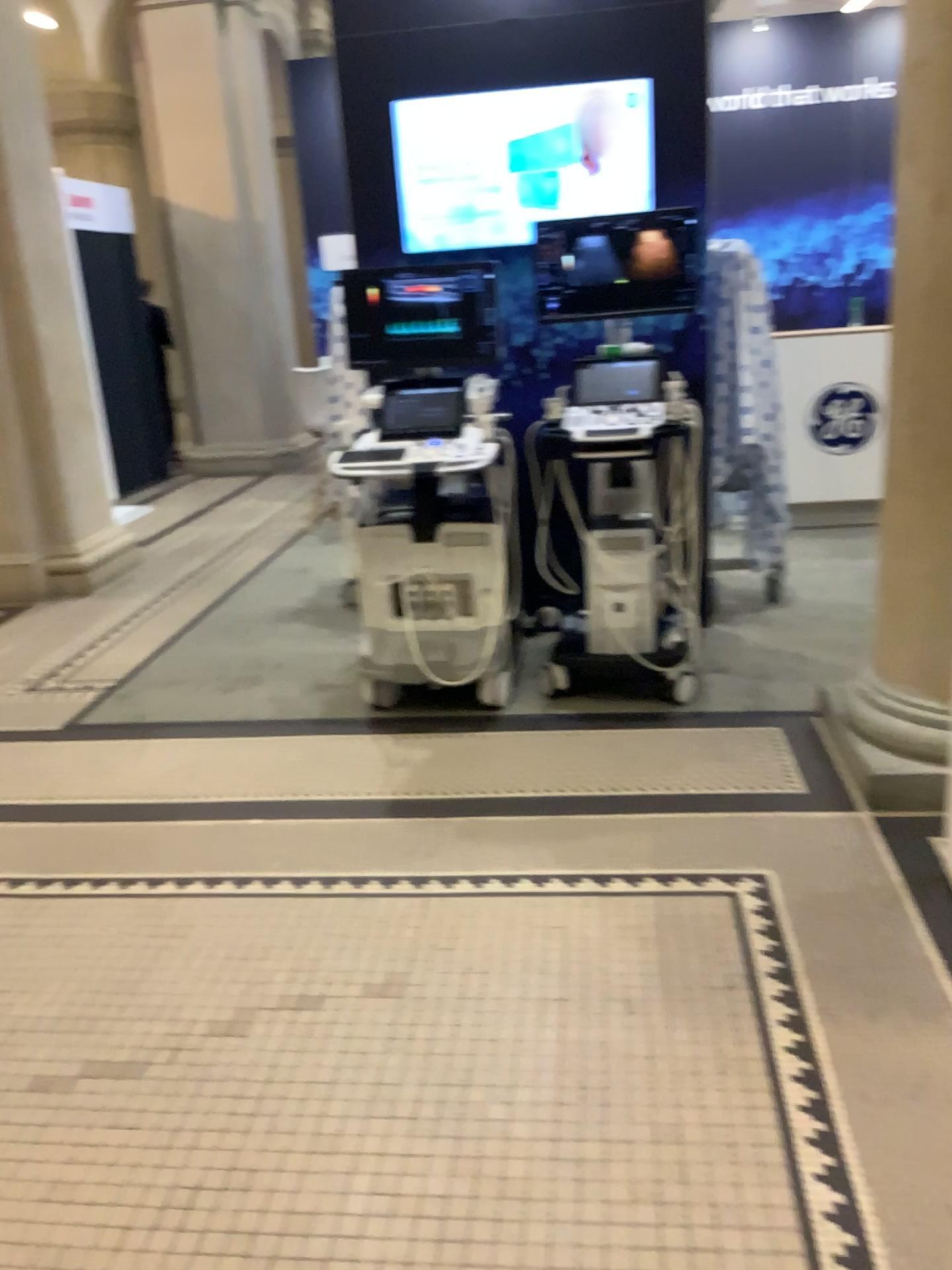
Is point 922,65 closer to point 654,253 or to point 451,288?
point 654,253

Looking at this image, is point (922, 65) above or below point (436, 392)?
above

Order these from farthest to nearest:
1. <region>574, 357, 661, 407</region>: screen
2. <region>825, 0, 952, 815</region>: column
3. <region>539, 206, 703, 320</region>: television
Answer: <region>574, 357, 661, 407</region>: screen → <region>539, 206, 703, 320</region>: television → <region>825, 0, 952, 815</region>: column

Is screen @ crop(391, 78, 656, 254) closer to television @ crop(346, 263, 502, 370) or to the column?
television @ crop(346, 263, 502, 370)

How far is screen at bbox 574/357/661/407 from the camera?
4.0m

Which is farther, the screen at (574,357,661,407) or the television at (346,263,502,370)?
the screen at (574,357,661,407)

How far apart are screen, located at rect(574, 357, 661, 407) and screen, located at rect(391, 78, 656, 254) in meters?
0.6 m

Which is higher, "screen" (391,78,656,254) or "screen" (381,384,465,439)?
"screen" (391,78,656,254)

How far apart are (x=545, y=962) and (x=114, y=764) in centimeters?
186cm

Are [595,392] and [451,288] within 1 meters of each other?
yes
